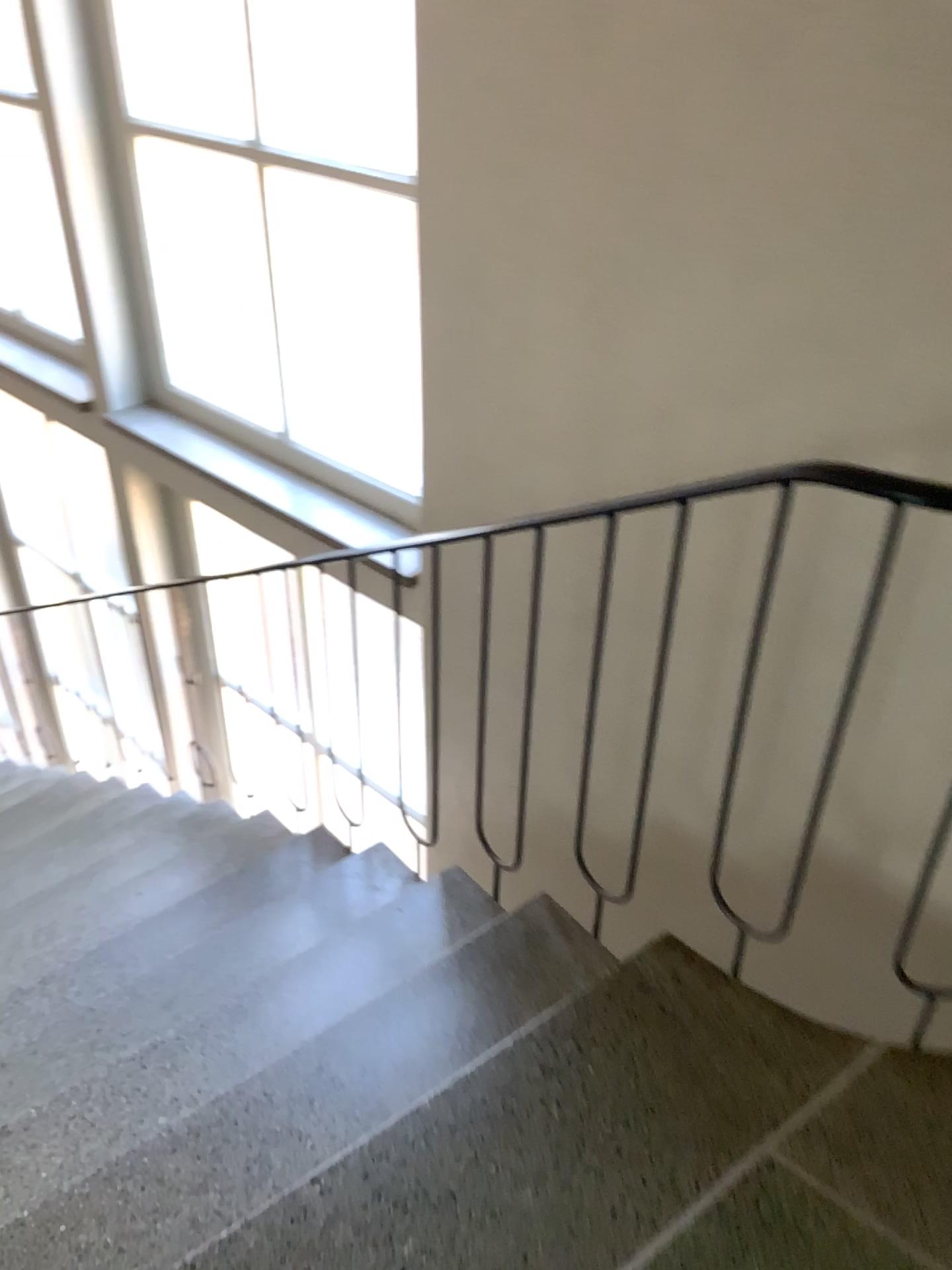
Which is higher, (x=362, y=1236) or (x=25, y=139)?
(x=25, y=139)

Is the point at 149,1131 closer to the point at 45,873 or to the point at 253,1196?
the point at 253,1196

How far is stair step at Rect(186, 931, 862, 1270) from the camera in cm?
141

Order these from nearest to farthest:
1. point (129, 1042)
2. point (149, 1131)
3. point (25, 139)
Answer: point (149, 1131) → point (129, 1042) → point (25, 139)

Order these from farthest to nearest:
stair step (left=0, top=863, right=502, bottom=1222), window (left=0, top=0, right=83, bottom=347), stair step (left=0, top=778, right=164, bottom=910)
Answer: window (left=0, top=0, right=83, bottom=347)
stair step (left=0, top=778, right=164, bottom=910)
stair step (left=0, top=863, right=502, bottom=1222)

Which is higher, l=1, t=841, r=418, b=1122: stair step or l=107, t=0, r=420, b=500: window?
l=107, t=0, r=420, b=500: window

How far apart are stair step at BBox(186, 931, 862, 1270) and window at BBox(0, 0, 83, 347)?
3.3 meters

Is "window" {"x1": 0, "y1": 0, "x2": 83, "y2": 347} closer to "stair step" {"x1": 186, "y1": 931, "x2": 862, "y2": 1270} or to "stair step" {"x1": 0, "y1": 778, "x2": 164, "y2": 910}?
"stair step" {"x1": 0, "y1": 778, "x2": 164, "y2": 910}

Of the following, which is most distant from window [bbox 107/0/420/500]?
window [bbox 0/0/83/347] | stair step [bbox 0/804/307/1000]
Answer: stair step [bbox 0/804/307/1000]

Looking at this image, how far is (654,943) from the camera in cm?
189
